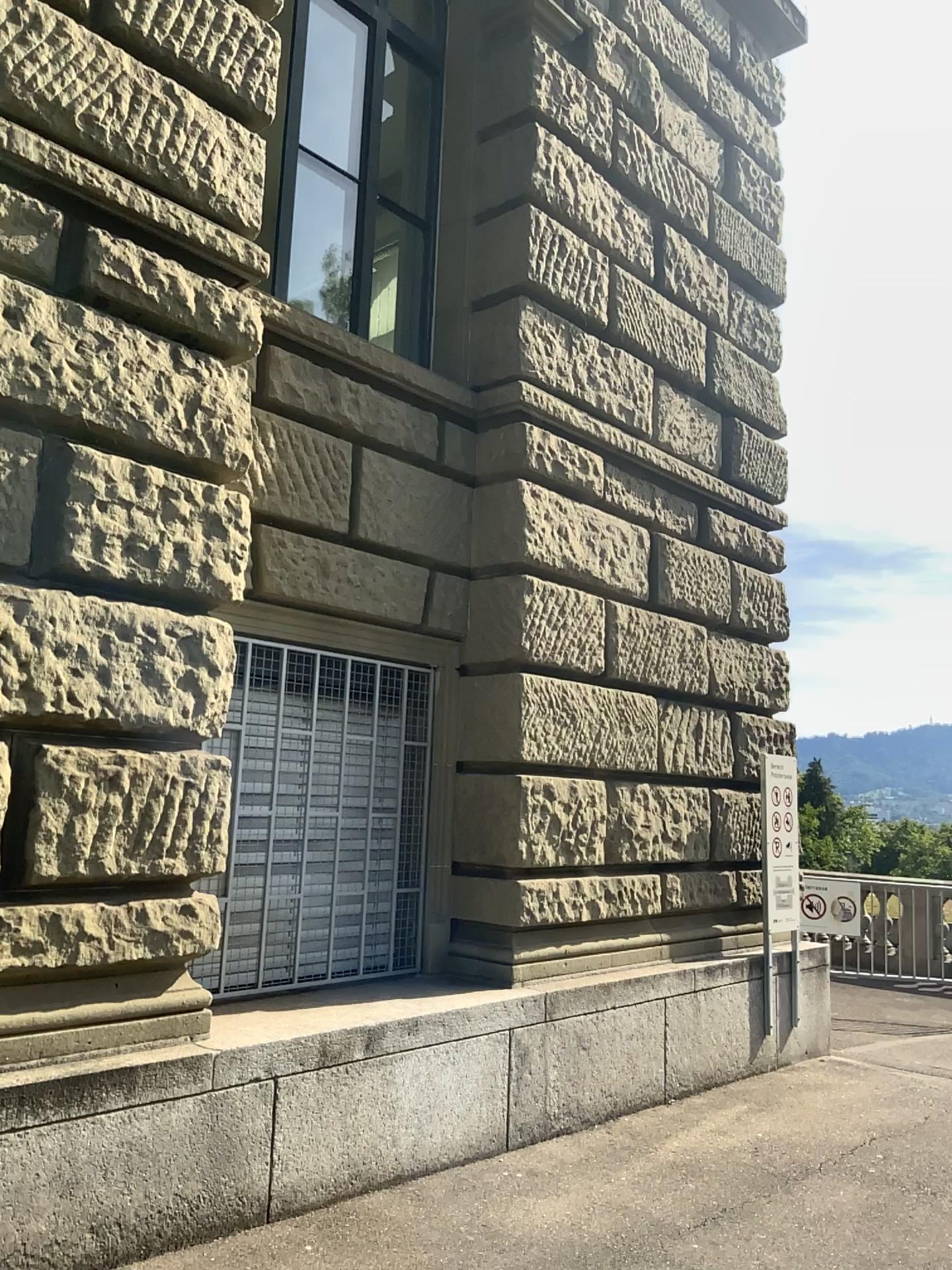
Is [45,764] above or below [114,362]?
below
